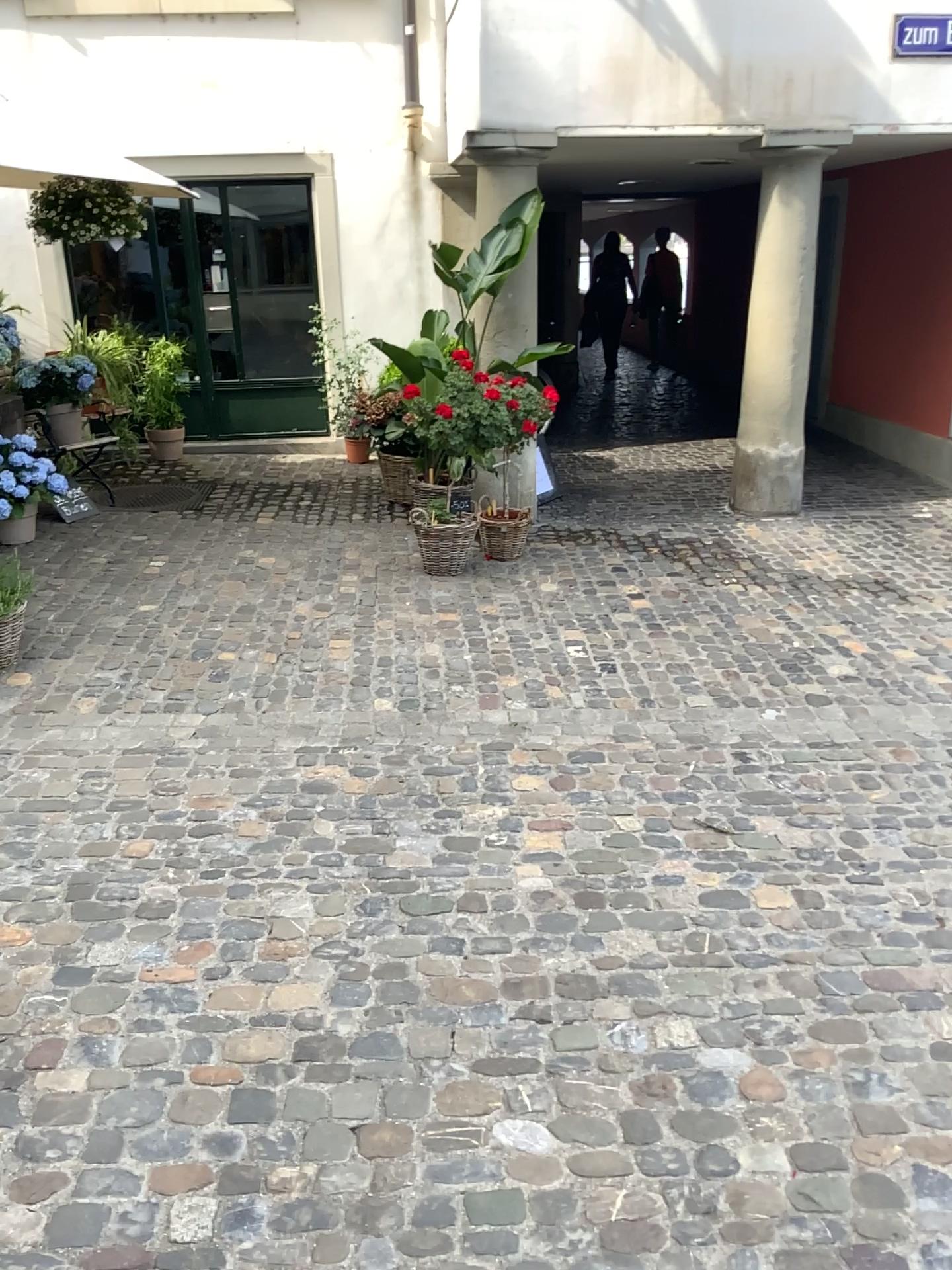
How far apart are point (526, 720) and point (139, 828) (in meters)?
1.43
